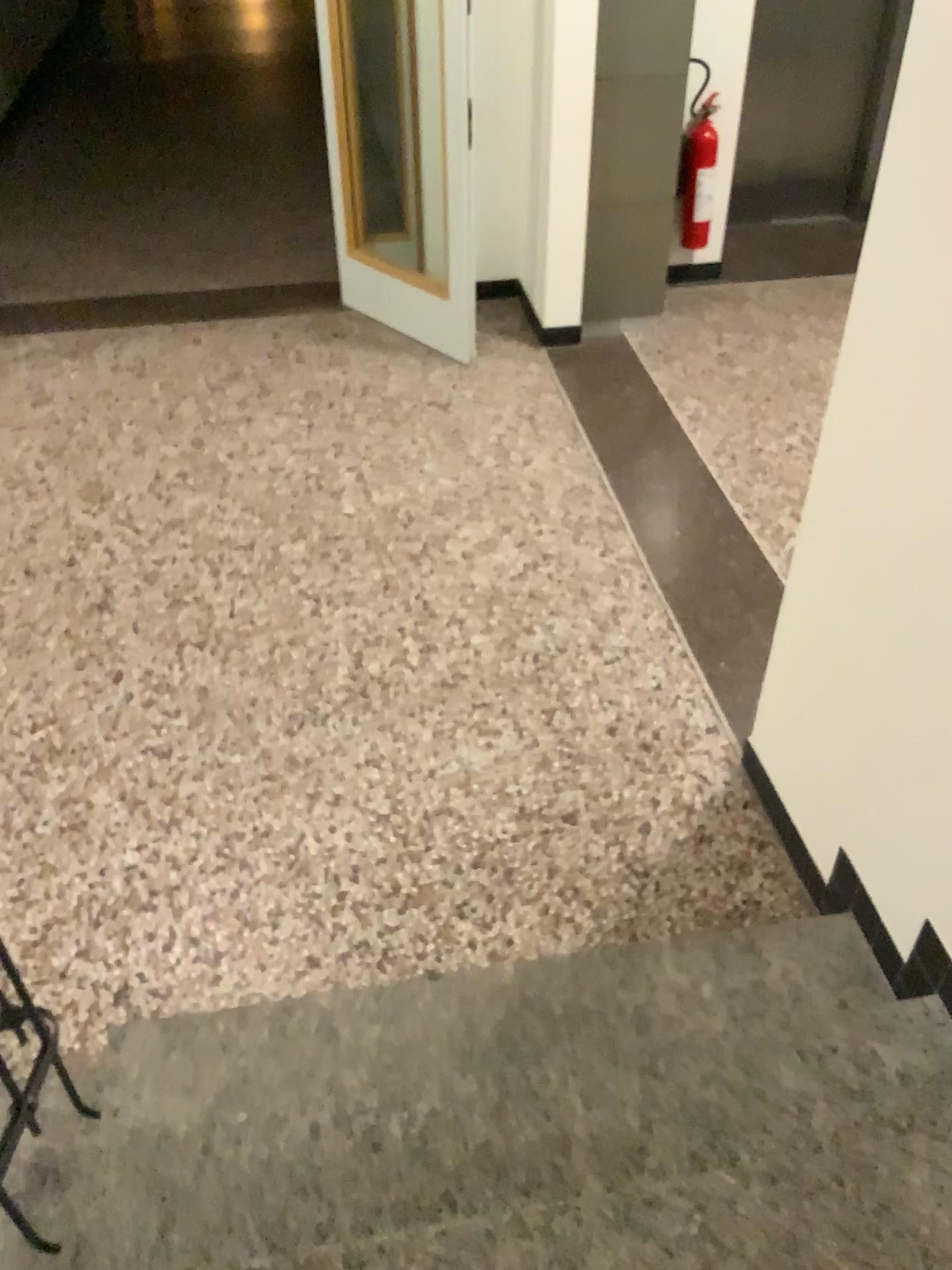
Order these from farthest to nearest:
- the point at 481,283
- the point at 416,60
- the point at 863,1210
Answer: the point at 481,283
the point at 416,60
the point at 863,1210

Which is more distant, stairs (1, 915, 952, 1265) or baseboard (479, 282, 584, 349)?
baseboard (479, 282, 584, 349)

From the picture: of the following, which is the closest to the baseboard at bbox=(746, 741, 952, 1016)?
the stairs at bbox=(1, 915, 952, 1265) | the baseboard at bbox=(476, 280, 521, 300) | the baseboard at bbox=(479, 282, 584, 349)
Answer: the stairs at bbox=(1, 915, 952, 1265)

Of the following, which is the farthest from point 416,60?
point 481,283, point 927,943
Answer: point 927,943

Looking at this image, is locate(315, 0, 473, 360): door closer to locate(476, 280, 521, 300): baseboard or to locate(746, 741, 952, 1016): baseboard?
locate(476, 280, 521, 300): baseboard

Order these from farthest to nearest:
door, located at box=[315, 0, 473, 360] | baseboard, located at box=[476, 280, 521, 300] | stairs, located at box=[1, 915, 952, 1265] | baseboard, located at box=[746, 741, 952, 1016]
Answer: baseboard, located at box=[476, 280, 521, 300]
door, located at box=[315, 0, 473, 360]
baseboard, located at box=[746, 741, 952, 1016]
stairs, located at box=[1, 915, 952, 1265]

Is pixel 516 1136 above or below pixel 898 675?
below

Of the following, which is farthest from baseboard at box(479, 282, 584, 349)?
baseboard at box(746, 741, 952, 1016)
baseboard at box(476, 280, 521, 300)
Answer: baseboard at box(746, 741, 952, 1016)

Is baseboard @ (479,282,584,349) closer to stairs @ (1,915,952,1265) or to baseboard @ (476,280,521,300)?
baseboard @ (476,280,521,300)

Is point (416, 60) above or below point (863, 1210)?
above
